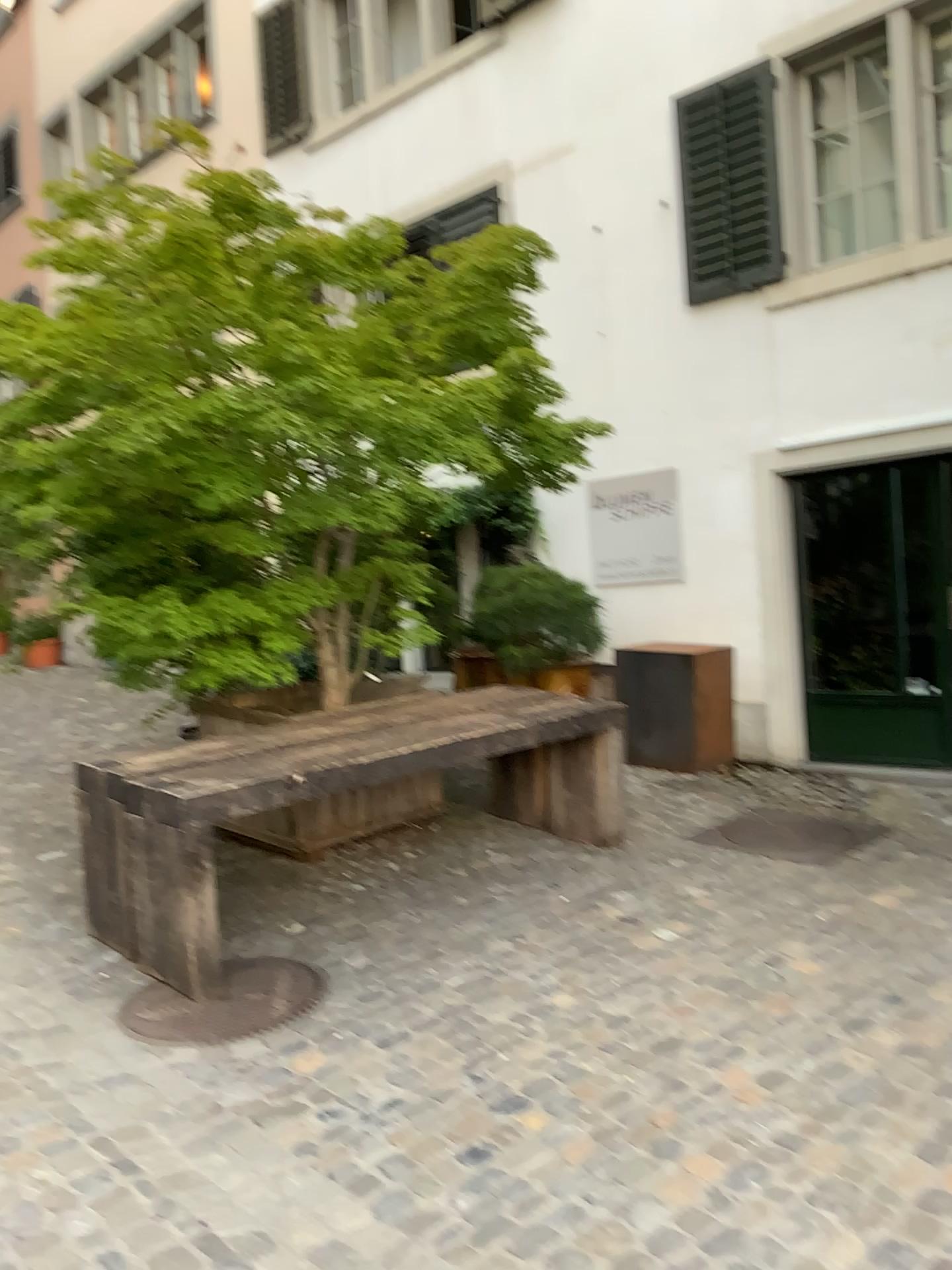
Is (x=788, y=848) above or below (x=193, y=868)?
below

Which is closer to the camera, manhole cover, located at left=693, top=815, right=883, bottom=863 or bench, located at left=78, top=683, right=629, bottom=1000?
bench, located at left=78, top=683, right=629, bottom=1000

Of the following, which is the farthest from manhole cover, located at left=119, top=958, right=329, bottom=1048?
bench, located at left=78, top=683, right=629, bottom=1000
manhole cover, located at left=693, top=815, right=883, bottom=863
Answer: manhole cover, located at left=693, top=815, right=883, bottom=863

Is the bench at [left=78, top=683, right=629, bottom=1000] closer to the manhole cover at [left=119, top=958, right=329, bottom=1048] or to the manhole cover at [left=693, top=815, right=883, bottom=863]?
the manhole cover at [left=119, top=958, right=329, bottom=1048]

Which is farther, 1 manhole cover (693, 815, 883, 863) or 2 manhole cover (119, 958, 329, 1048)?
1 manhole cover (693, 815, 883, 863)

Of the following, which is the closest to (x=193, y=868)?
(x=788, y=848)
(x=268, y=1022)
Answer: (x=268, y=1022)

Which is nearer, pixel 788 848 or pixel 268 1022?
pixel 268 1022

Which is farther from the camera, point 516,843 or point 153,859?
point 516,843
